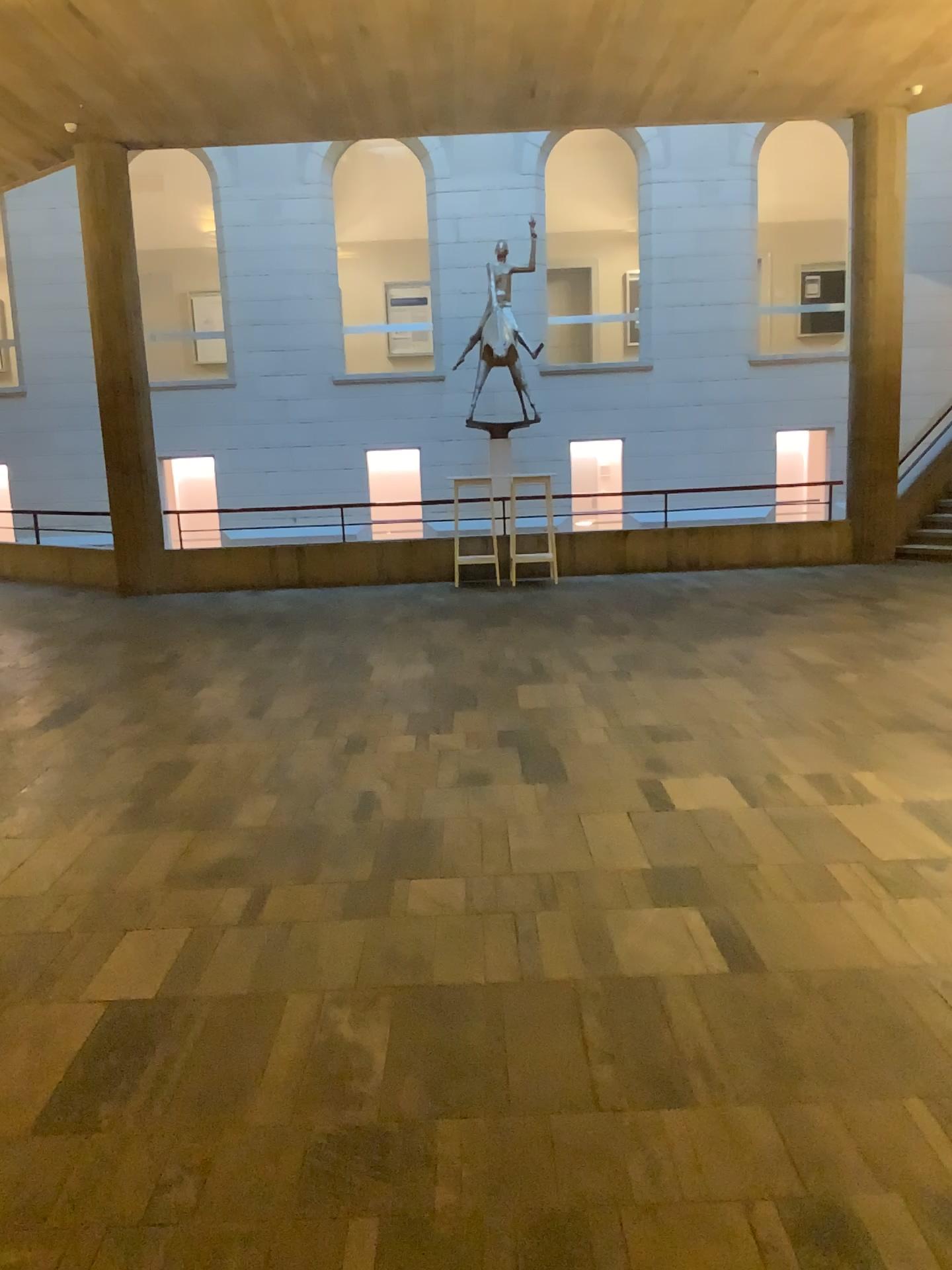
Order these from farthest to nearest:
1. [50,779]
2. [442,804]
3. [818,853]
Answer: [50,779]
[442,804]
[818,853]
